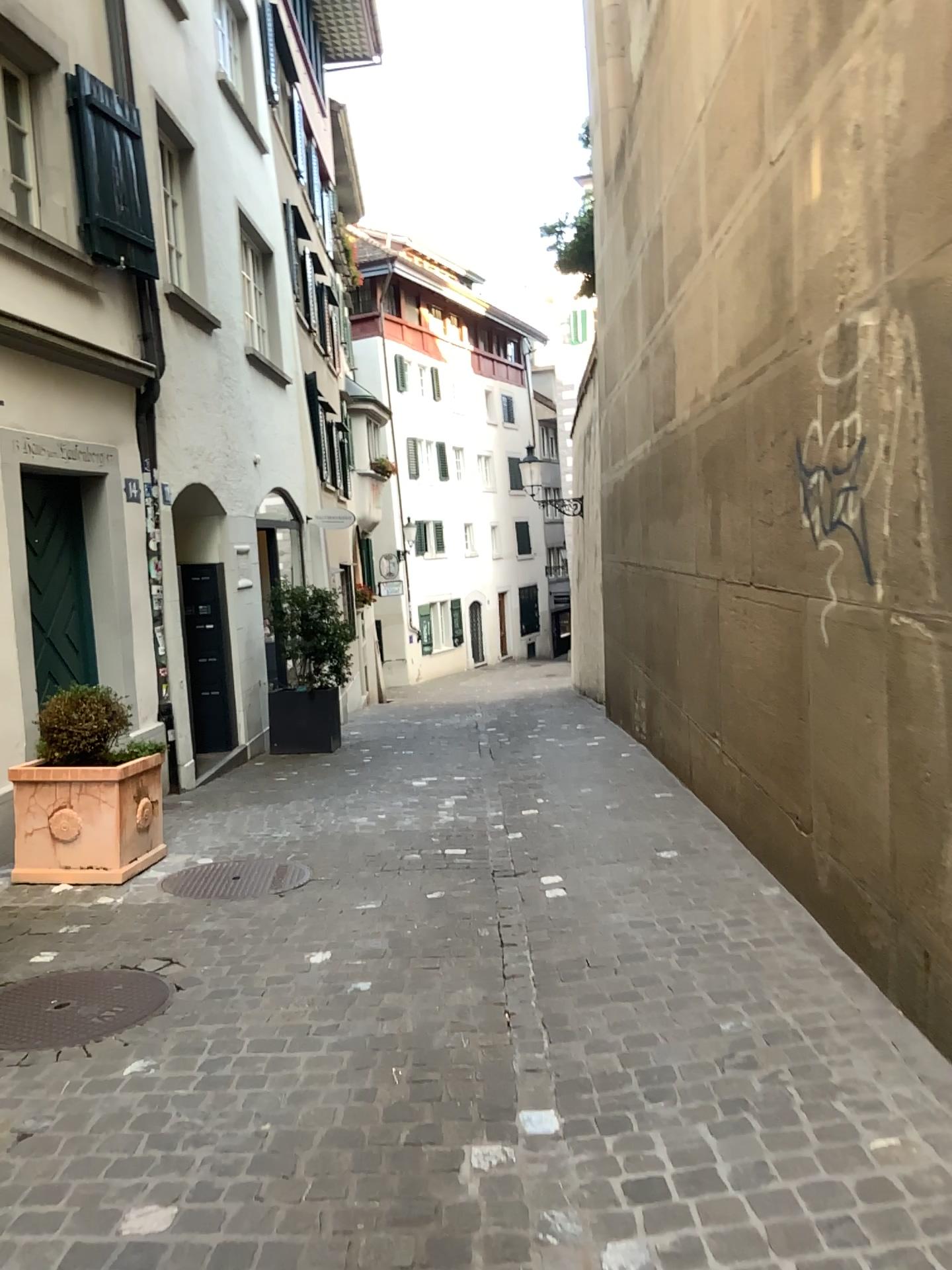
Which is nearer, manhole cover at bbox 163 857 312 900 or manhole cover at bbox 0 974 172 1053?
manhole cover at bbox 0 974 172 1053

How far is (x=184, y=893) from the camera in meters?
4.7 m

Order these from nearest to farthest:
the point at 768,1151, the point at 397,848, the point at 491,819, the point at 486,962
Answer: the point at 768,1151 → the point at 486,962 → the point at 397,848 → the point at 491,819

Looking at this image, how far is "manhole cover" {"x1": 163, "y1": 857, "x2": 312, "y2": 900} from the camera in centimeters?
472cm

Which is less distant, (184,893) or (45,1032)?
(45,1032)
